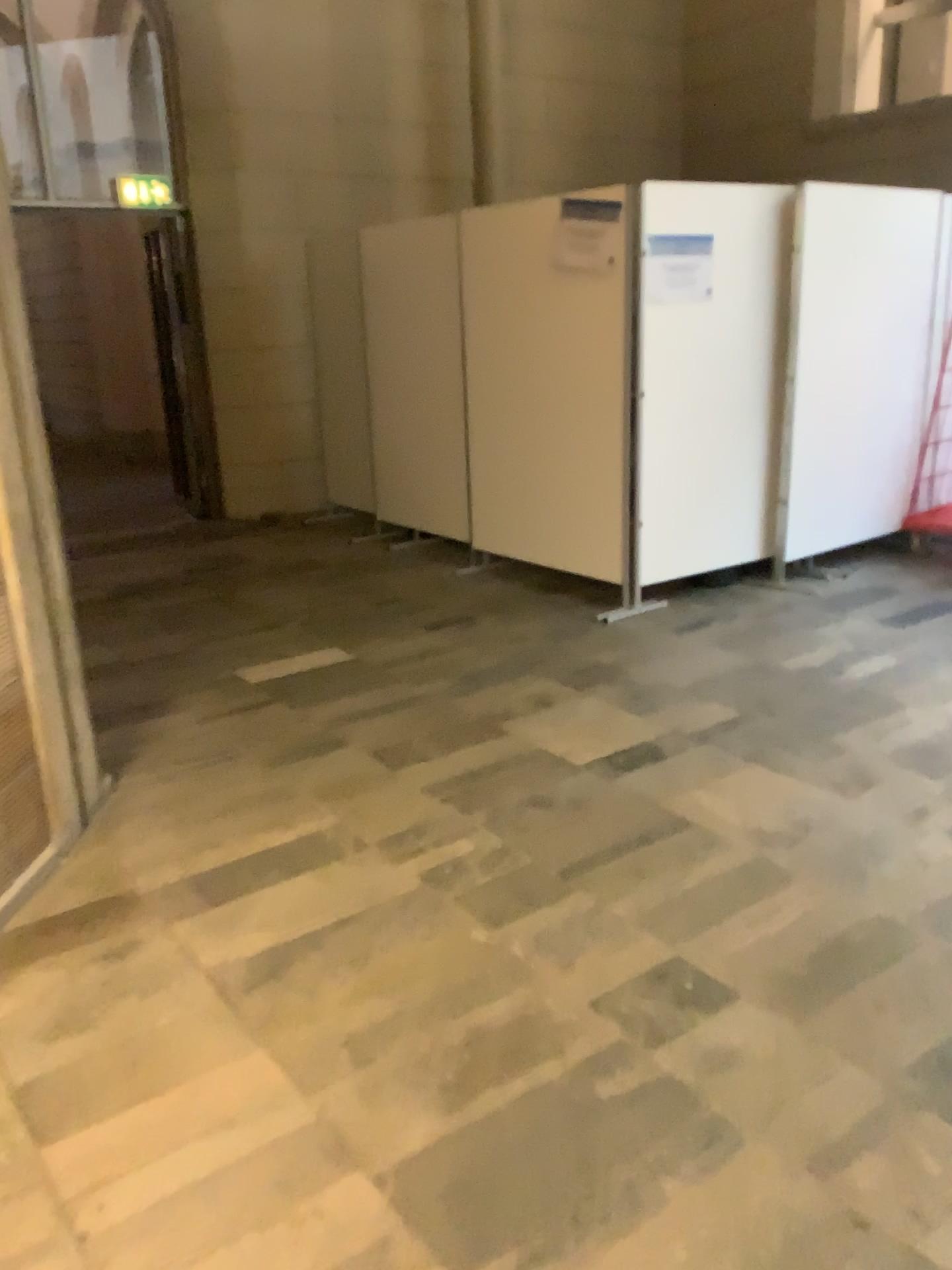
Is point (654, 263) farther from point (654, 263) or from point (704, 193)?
point (704, 193)

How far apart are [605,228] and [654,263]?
0.3 meters

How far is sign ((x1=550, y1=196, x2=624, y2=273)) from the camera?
4.7m

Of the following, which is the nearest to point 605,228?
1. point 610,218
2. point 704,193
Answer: point 610,218

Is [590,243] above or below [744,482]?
above

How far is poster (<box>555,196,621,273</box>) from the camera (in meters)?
4.72

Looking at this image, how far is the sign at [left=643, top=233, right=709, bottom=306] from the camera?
4.7 meters

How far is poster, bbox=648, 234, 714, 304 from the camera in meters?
4.7 m
